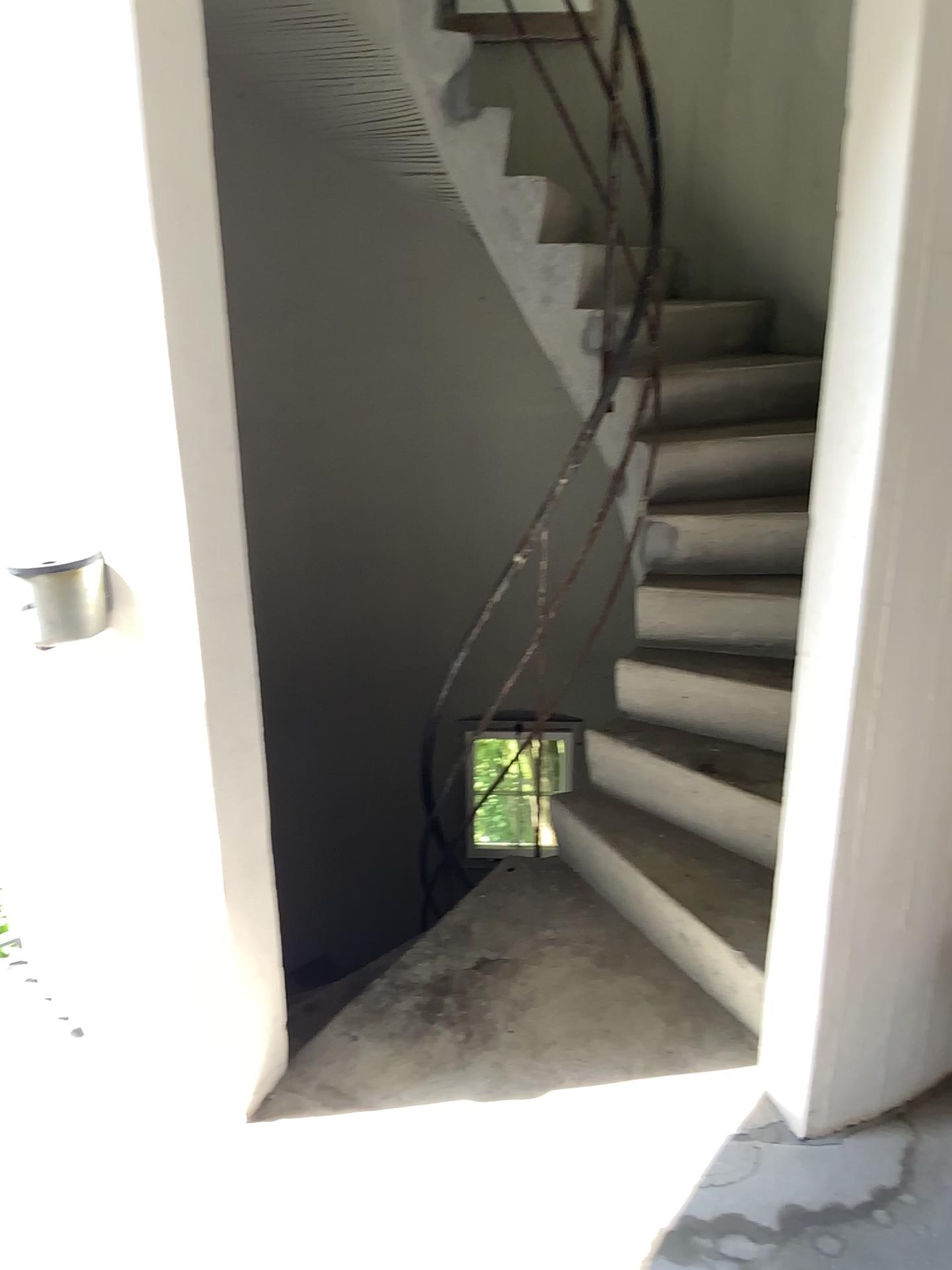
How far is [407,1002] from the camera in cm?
242
